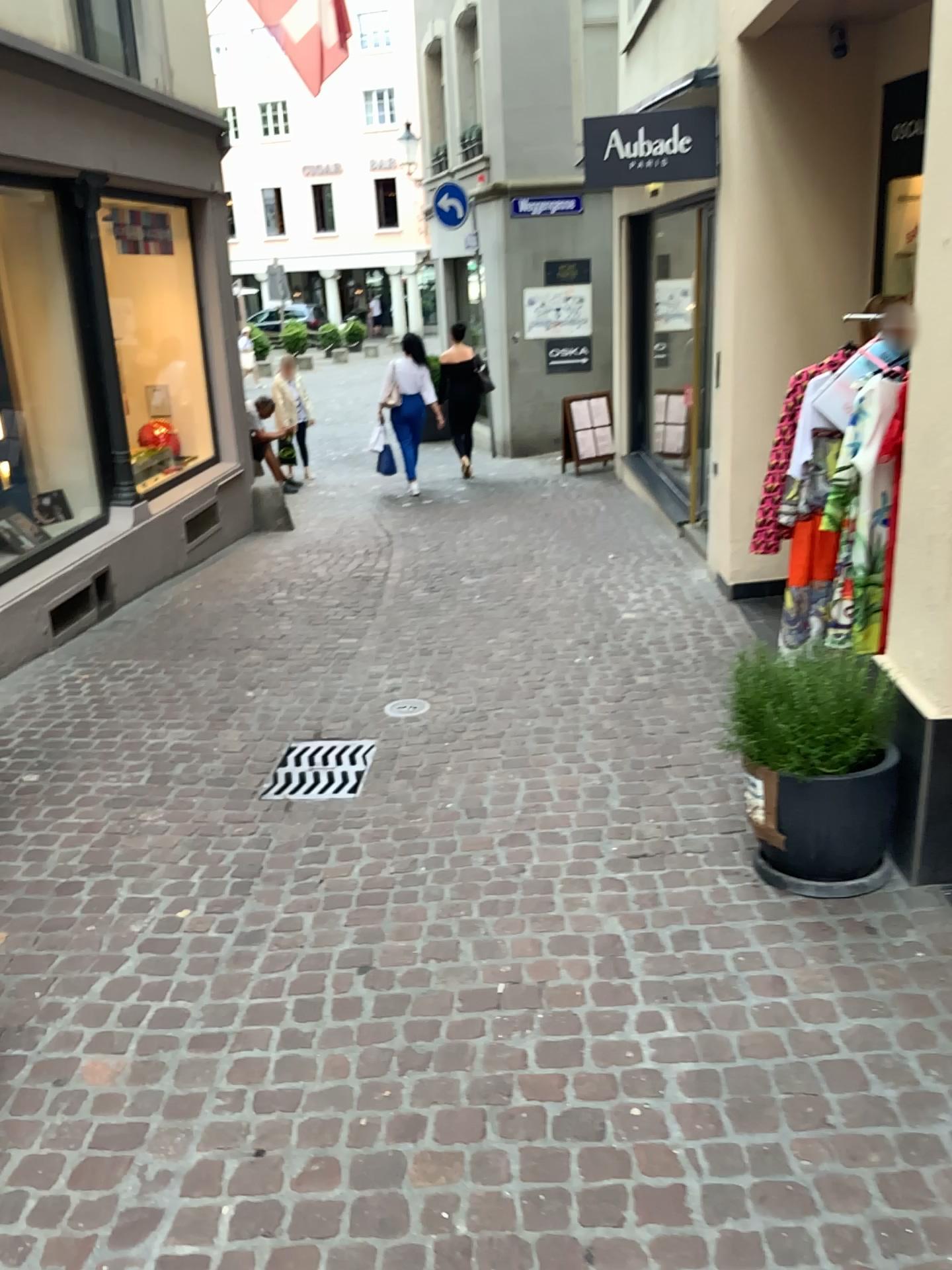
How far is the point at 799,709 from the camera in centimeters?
287cm

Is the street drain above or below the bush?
below

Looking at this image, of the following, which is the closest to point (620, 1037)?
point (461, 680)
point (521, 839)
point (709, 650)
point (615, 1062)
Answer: point (615, 1062)

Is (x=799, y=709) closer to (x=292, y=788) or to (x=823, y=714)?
(x=823, y=714)

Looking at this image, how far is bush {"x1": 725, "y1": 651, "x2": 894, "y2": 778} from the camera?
2.9 meters

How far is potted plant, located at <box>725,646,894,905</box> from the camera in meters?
2.9 m

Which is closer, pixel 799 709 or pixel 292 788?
pixel 799 709

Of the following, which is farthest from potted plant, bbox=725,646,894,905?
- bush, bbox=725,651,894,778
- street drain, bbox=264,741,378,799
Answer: street drain, bbox=264,741,378,799

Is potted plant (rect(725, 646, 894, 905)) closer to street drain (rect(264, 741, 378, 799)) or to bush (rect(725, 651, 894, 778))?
bush (rect(725, 651, 894, 778))

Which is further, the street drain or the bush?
the street drain
